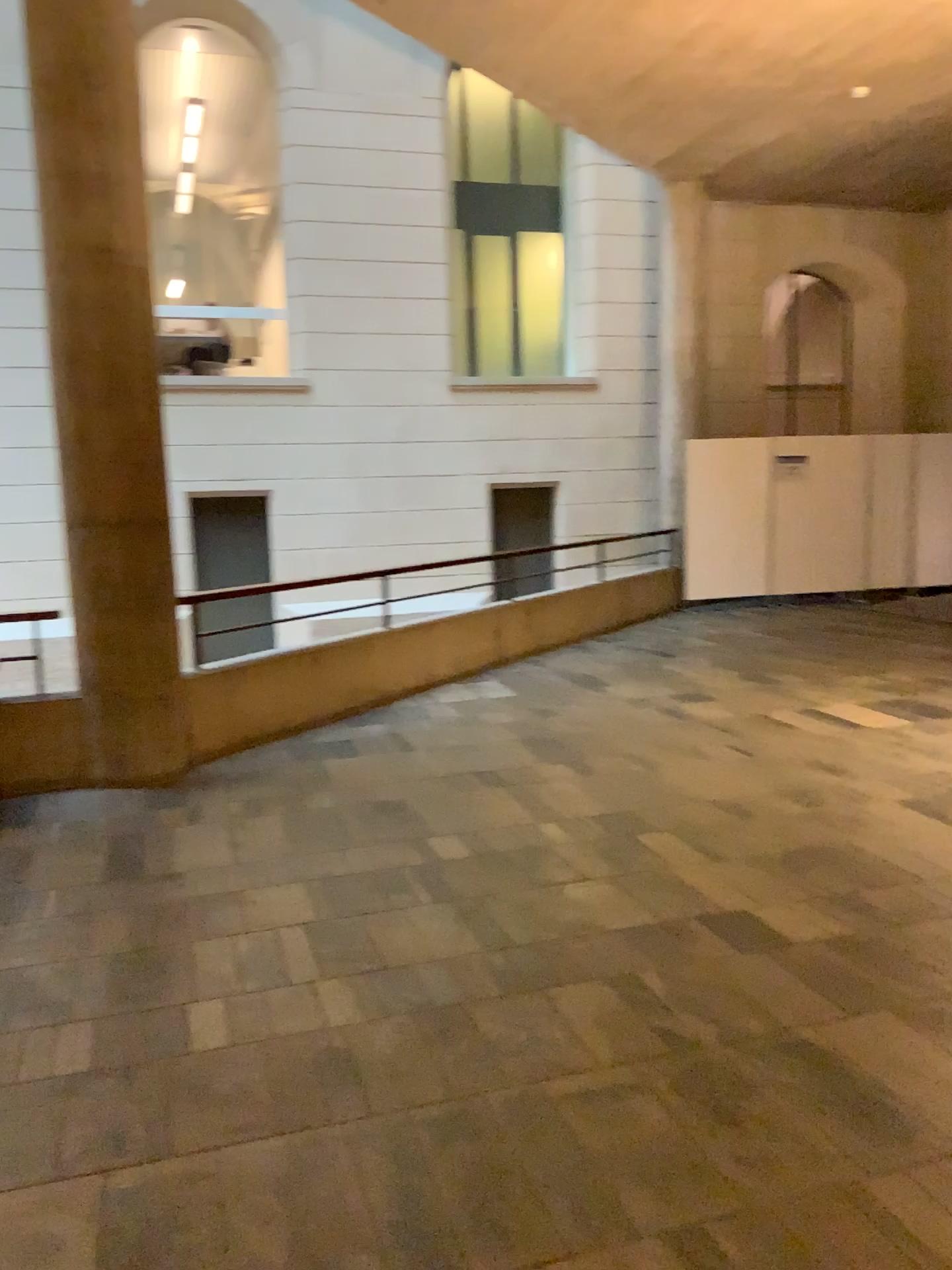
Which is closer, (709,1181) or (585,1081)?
(709,1181)
